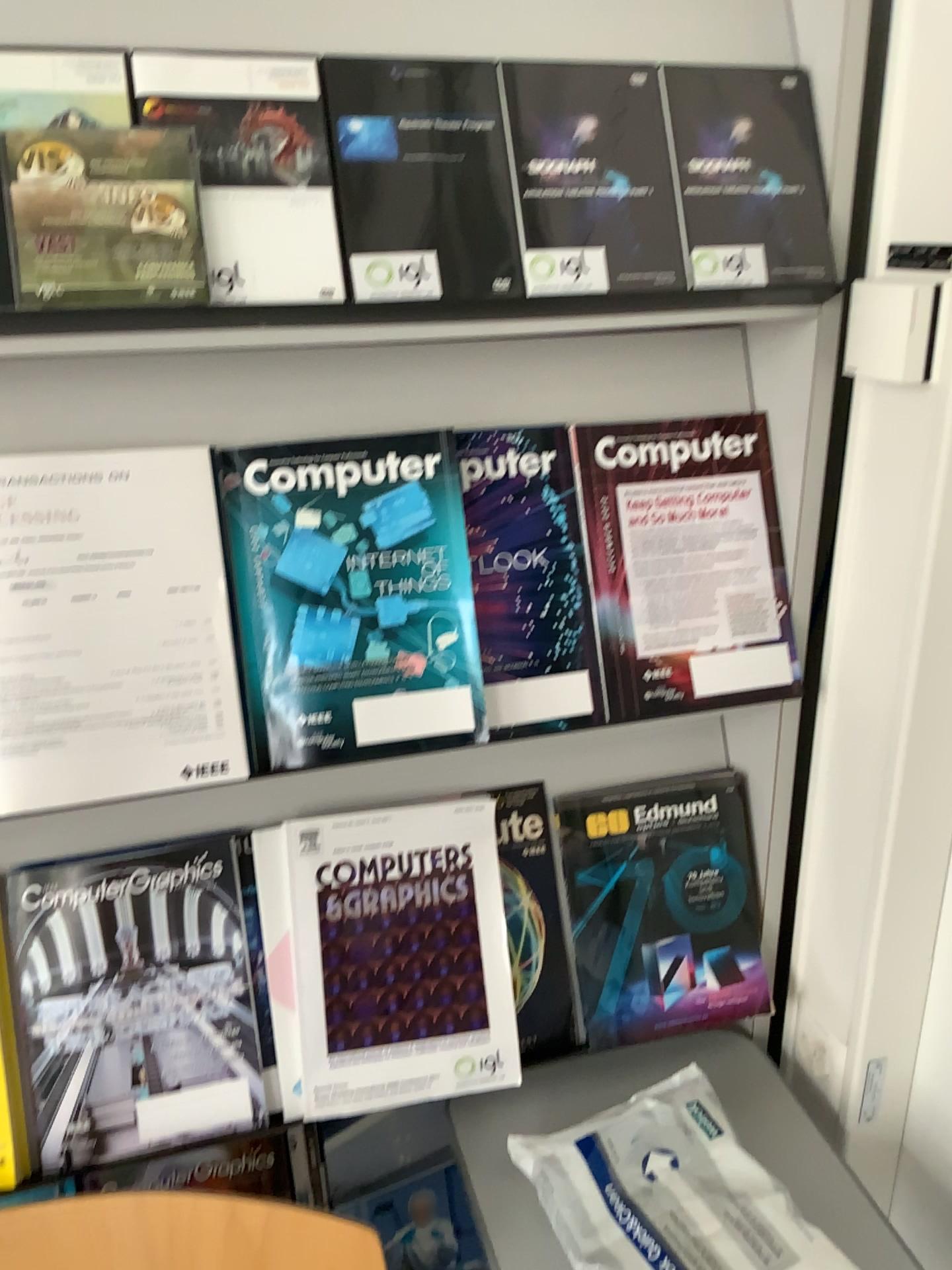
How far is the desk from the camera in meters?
Answer: 1.0 m

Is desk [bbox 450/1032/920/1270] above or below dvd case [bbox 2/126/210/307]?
below

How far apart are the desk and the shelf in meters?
0.7

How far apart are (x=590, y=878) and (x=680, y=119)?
0.7 meters

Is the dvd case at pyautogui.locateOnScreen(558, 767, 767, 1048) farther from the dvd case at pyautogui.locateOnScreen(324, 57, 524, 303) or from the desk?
the dvd case at pyautogui.locateOnScreen(324, 57, 524, 303)

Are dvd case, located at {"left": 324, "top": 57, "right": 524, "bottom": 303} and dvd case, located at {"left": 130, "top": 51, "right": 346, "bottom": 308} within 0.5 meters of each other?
yes

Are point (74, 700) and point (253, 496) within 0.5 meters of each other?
yes

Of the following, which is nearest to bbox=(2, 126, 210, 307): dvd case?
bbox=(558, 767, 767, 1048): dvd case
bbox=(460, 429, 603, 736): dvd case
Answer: bbox=(460, 429, 603, 736): dvd case

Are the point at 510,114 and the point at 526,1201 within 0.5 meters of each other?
no

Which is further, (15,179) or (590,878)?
(590,878)
